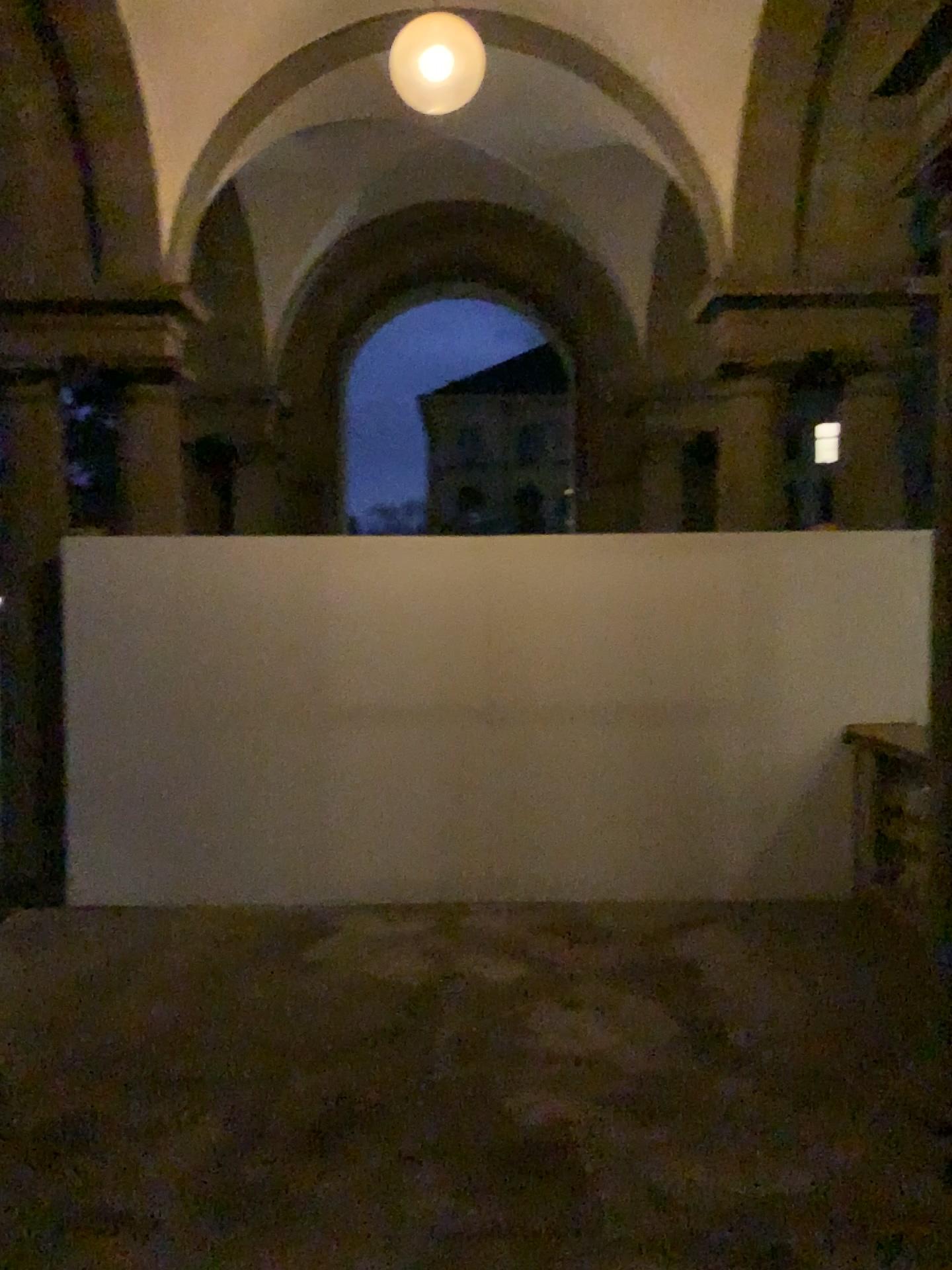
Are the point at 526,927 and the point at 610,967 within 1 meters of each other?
yes
